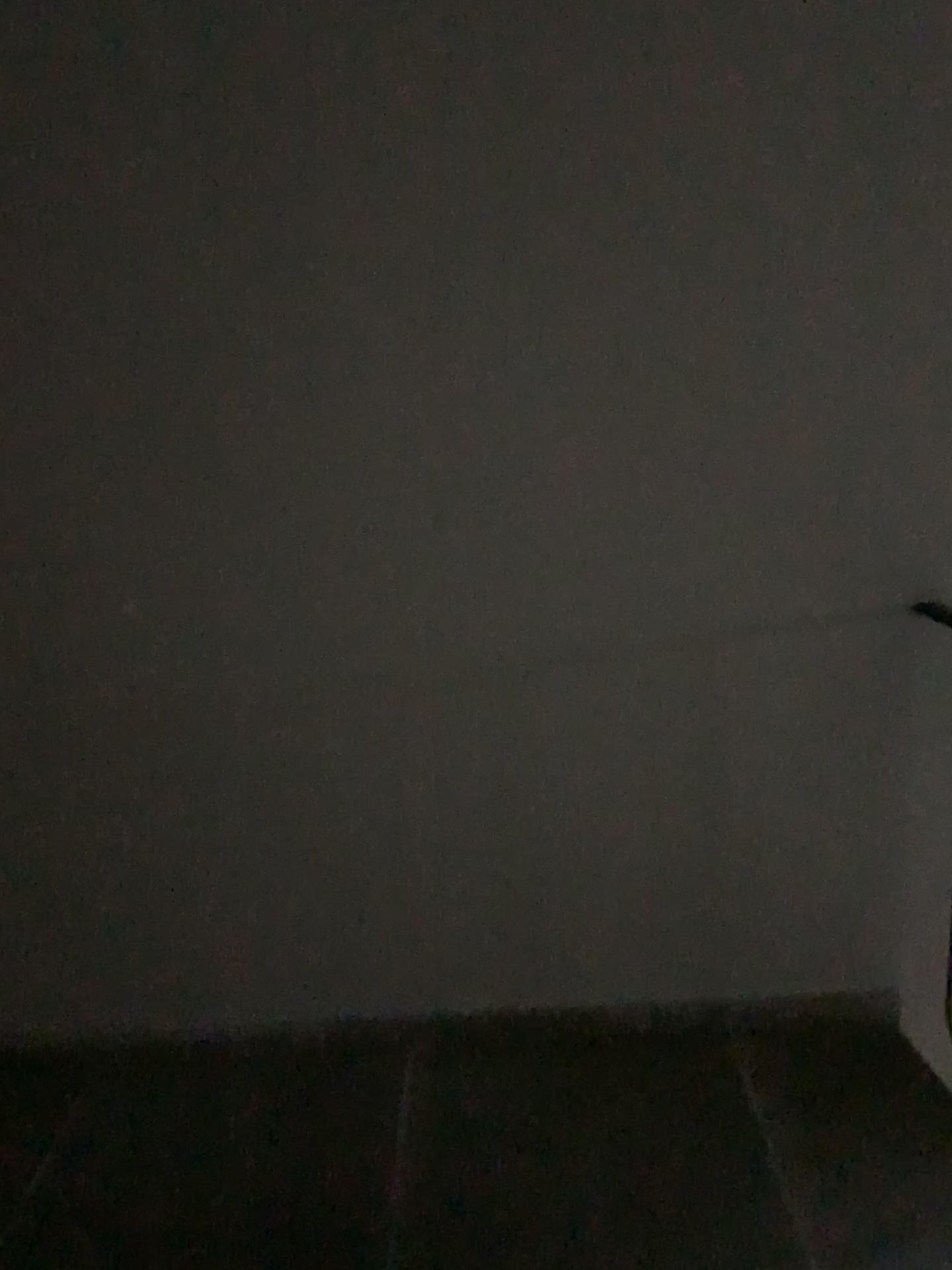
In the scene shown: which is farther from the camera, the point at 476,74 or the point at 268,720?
the point at 268,720
